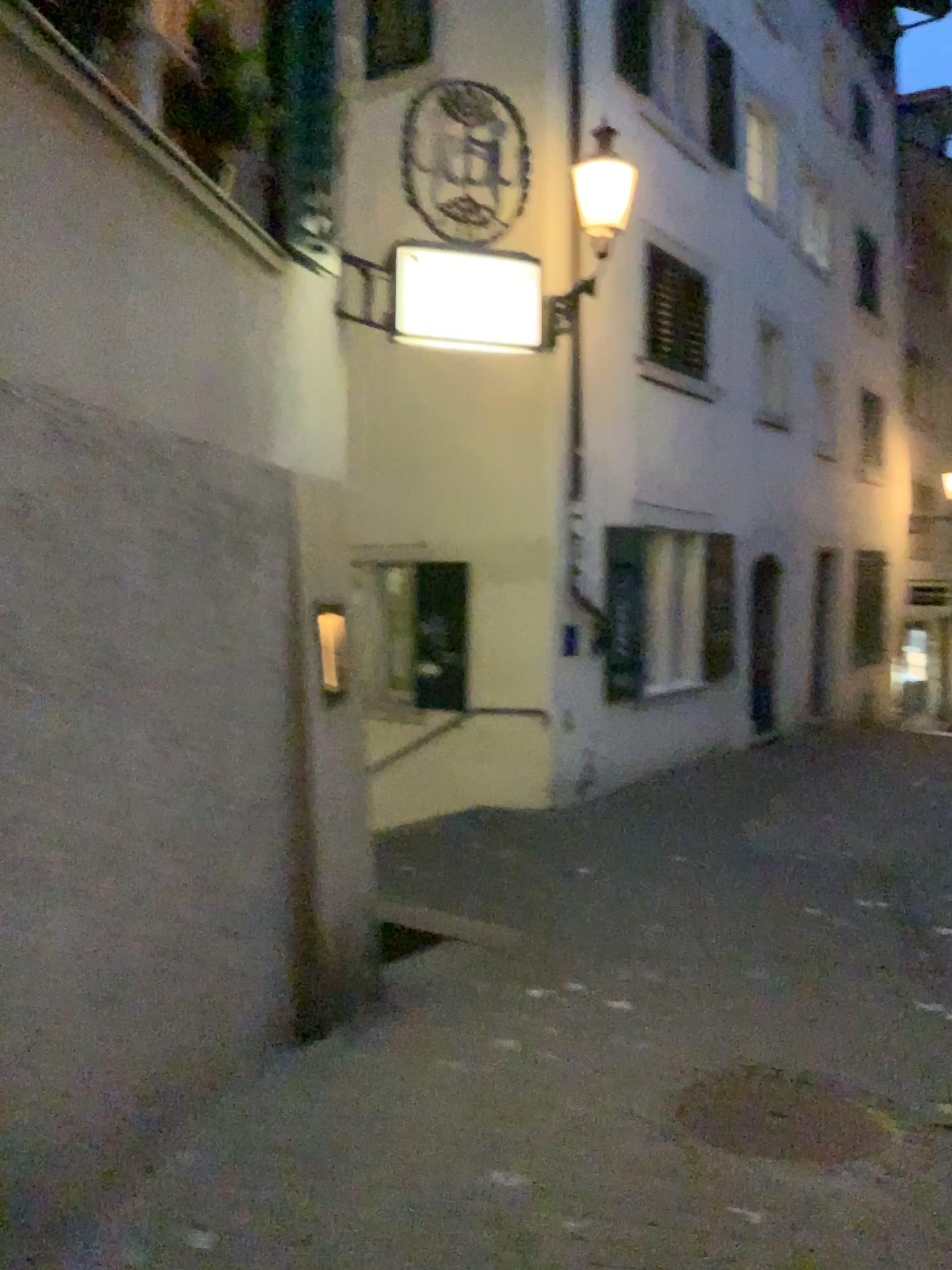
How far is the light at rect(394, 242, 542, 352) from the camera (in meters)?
4.84

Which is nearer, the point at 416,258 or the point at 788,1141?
the point at 788,1141

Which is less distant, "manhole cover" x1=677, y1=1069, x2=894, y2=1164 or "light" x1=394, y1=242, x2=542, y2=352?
"manhole cover" x1=677, y1=1069, x2=894, y2=1164

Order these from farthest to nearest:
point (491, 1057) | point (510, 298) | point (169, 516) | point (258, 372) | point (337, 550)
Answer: point (510, 298), point (337, 550), point (491, 1057), point (258, 372), point (169, 516)

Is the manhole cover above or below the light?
below

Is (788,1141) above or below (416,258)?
below

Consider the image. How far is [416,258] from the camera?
4.84m
